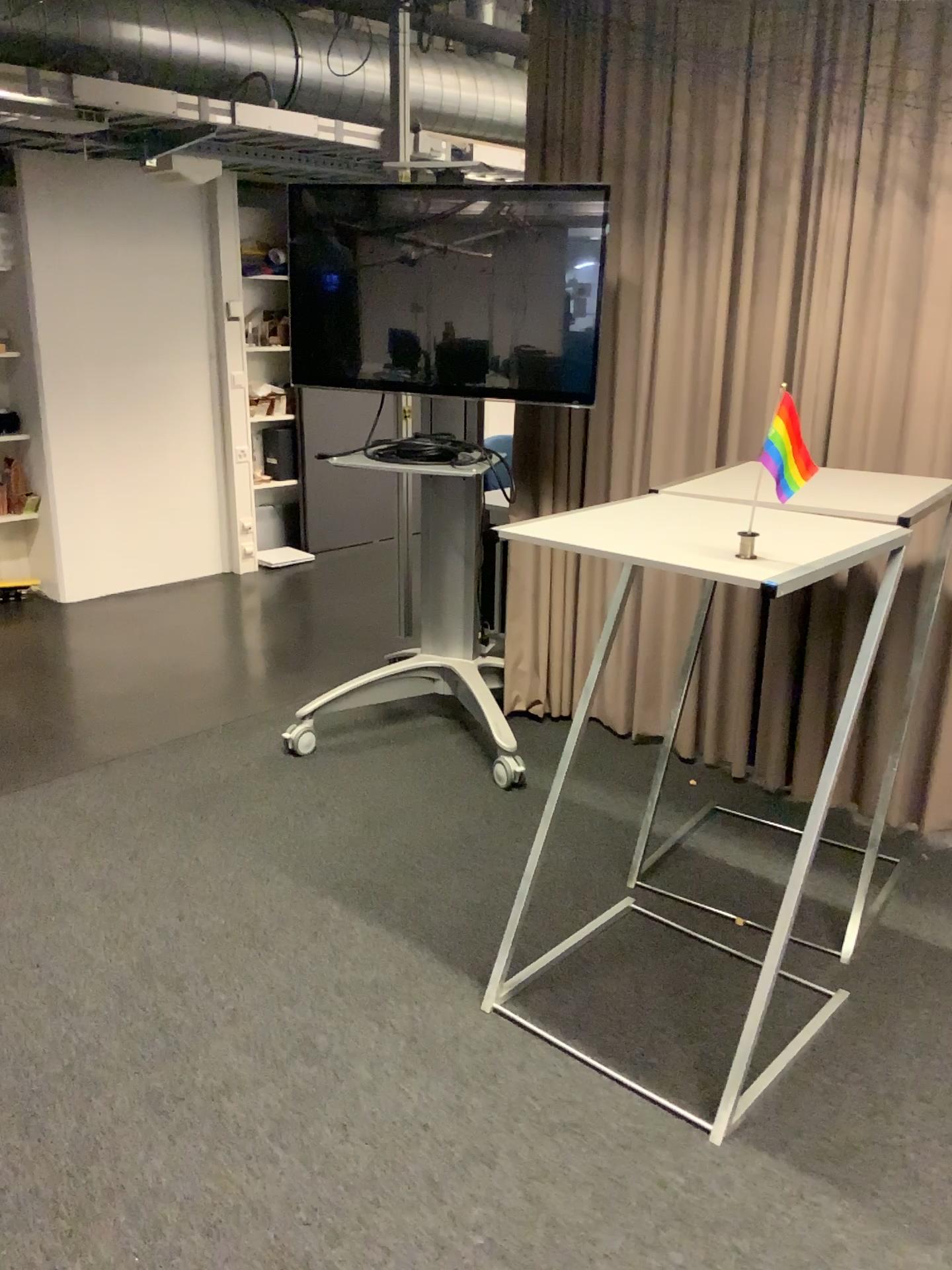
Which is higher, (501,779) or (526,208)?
(526,208)

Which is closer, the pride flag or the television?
the pride flag

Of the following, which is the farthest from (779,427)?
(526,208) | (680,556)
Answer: (526,208)

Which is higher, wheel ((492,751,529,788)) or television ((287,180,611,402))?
television ((287,180,611,402))

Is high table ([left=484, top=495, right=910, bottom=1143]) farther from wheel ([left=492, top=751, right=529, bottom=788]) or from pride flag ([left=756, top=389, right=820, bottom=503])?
wheel ([left=492, top=751, right=529, bottom=788])

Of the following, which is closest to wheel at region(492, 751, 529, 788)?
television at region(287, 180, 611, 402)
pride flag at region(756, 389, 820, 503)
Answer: television at region(287, 180, 611, 402)

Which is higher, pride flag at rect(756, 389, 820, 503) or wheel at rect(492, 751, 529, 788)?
pride flag at rect(756, 389, 820, 503)

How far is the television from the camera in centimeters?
327cm

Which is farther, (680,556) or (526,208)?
(526,208)

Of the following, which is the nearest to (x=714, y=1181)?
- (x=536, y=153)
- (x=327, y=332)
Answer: (x=327, y=332)
